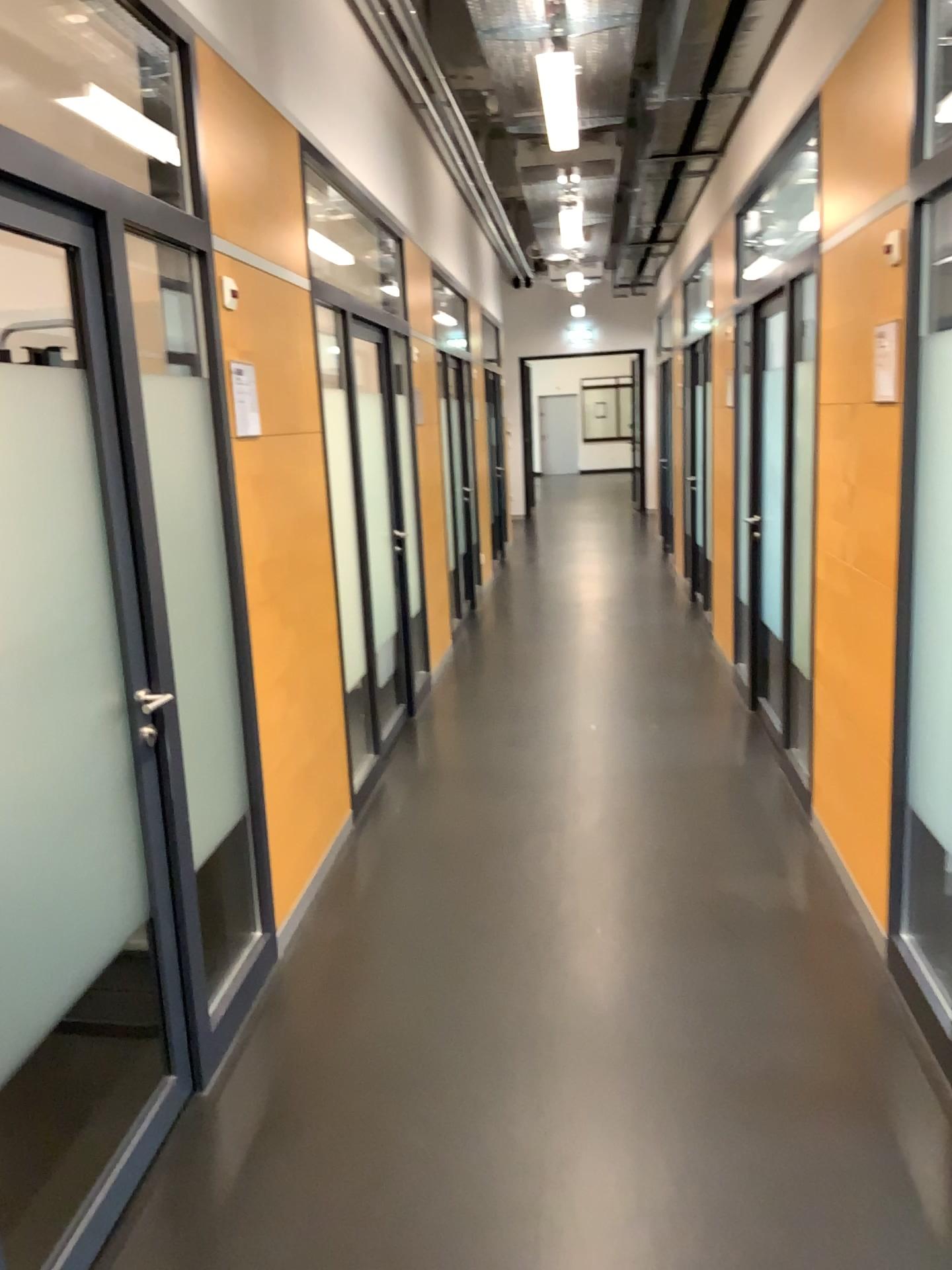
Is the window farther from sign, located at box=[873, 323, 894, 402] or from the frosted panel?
sign, located at box=[873, 323, 894, 402]

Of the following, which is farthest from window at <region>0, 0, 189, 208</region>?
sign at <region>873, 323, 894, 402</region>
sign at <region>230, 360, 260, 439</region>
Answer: sign at <region>873, 323, 894, 402</region>

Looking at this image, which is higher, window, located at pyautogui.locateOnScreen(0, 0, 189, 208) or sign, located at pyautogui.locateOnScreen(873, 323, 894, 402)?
window, located at pyautogui.locateOnScreen(0, 0, 189, 208)

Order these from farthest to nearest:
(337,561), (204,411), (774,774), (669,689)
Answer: (669,689) → (774,774) → (337,561) → (204,411)

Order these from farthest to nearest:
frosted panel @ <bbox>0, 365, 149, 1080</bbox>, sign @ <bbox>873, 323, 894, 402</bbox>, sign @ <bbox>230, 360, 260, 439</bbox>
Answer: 1. sign @ <bbox>230, 360, 260, 439</bbox>
2. sign @ <bbox>873, 323, 894, 402</bbox>
3. frosted panel @ <bbox>0, 365, 149, 1080</bbox>

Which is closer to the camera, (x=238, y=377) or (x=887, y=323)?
(x=887, y=323)

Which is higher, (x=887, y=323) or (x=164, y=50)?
(x=164, y=50)

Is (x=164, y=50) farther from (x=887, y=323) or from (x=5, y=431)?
(x=887, y=323)

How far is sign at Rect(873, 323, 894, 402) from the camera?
2.8m

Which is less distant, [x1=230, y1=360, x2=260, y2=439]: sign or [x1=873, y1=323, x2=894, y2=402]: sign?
[x1=873, y1=323, x2=894, y2=402]: sign
